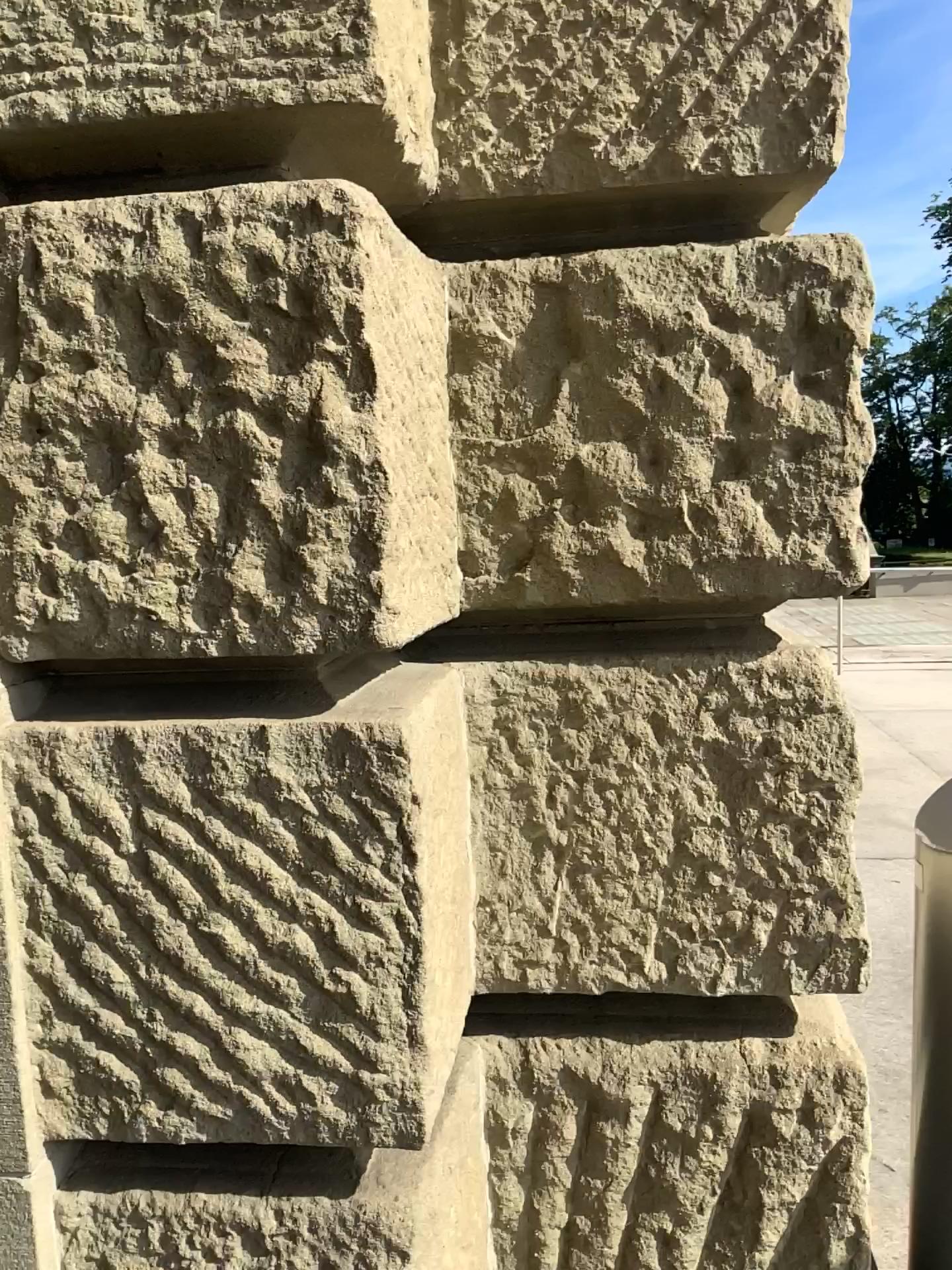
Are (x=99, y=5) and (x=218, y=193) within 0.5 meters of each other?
yes

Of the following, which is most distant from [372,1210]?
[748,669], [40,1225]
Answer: [748,669]

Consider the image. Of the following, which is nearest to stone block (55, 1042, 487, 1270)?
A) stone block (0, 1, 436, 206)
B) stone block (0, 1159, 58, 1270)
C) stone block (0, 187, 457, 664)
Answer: stone block (0, 1159, 58, 1270)

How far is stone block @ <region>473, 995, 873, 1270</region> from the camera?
1.4 meters

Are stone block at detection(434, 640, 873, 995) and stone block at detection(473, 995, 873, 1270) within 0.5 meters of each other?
yes

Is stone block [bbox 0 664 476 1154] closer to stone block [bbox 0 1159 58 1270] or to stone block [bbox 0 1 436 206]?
stone block [bbox 0 1159 58 1270]

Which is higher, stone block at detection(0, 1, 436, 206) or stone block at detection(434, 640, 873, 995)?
stone block at detection(0, 1, 436, 206)

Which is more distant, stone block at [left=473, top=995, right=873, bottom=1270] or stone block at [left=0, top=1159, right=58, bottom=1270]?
stone block at [left=473, top=995, right=873, bottom=1270]

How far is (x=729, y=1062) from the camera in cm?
138

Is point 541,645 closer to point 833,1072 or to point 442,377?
point 442,377
